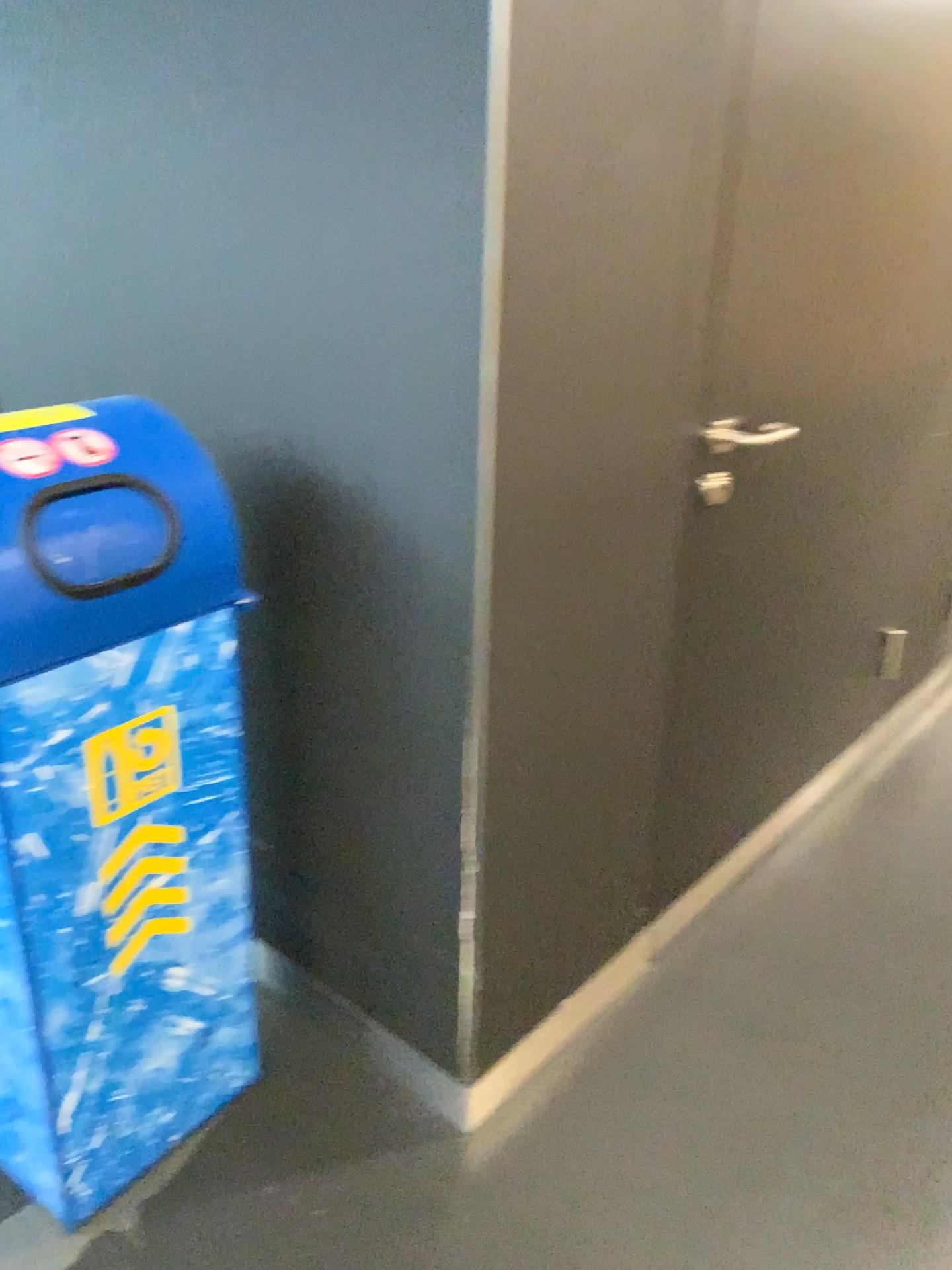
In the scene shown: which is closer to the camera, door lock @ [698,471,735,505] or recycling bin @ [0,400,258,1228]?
recycling bin @ [0,400,258,1228]

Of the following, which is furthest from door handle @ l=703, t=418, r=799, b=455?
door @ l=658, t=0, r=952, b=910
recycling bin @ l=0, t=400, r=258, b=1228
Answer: recycling bin @ l=0, t=400, r=258, b=1228

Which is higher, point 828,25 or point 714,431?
point 828,25

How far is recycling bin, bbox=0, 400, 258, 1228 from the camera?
1.2m

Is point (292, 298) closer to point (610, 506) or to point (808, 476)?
point (610, 506)

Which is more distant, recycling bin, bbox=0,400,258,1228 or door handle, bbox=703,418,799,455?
door handle, bbox=703,418,799,455

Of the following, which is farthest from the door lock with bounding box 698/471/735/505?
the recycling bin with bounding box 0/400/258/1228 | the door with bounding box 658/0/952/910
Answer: the recycling bin with bounding box 0/400/258/1228

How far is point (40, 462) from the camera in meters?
1.2 m

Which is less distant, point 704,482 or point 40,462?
point 40,462

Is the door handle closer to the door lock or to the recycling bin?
the door lock
